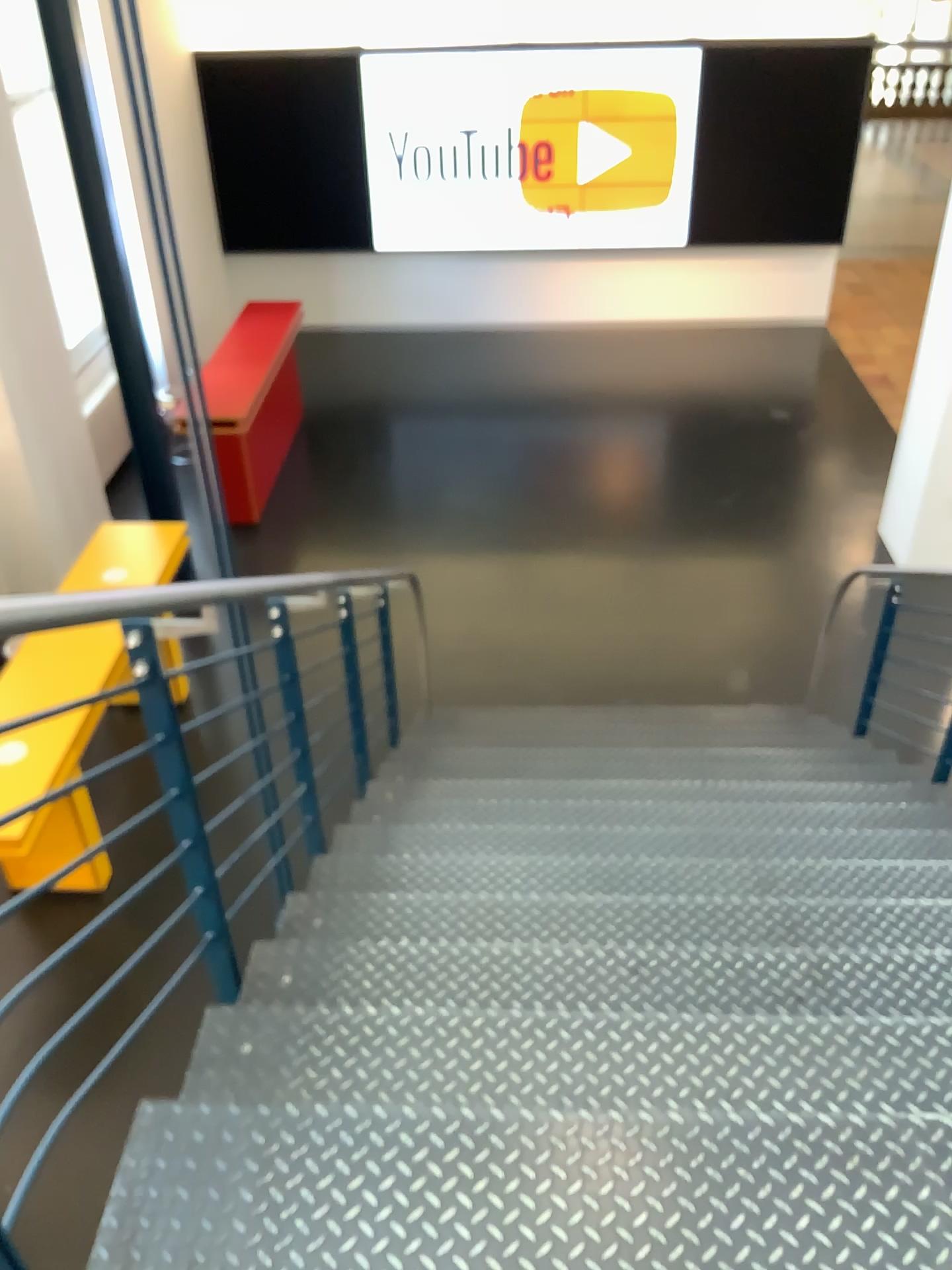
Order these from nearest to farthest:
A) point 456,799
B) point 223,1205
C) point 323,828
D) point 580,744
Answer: point 223,1205 < point 323,828 < point 456,799 < point 580,744
